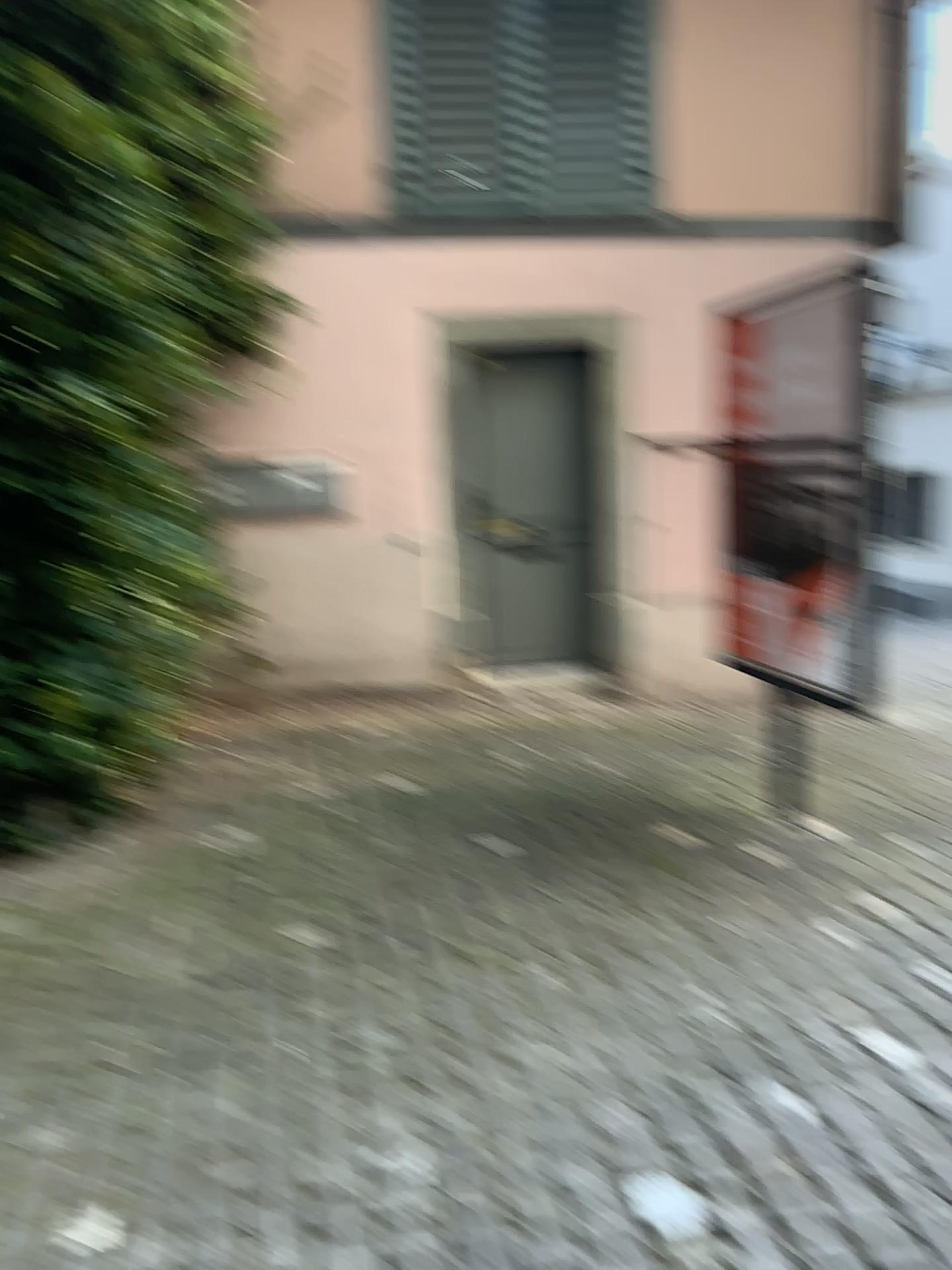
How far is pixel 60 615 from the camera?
3.7m
